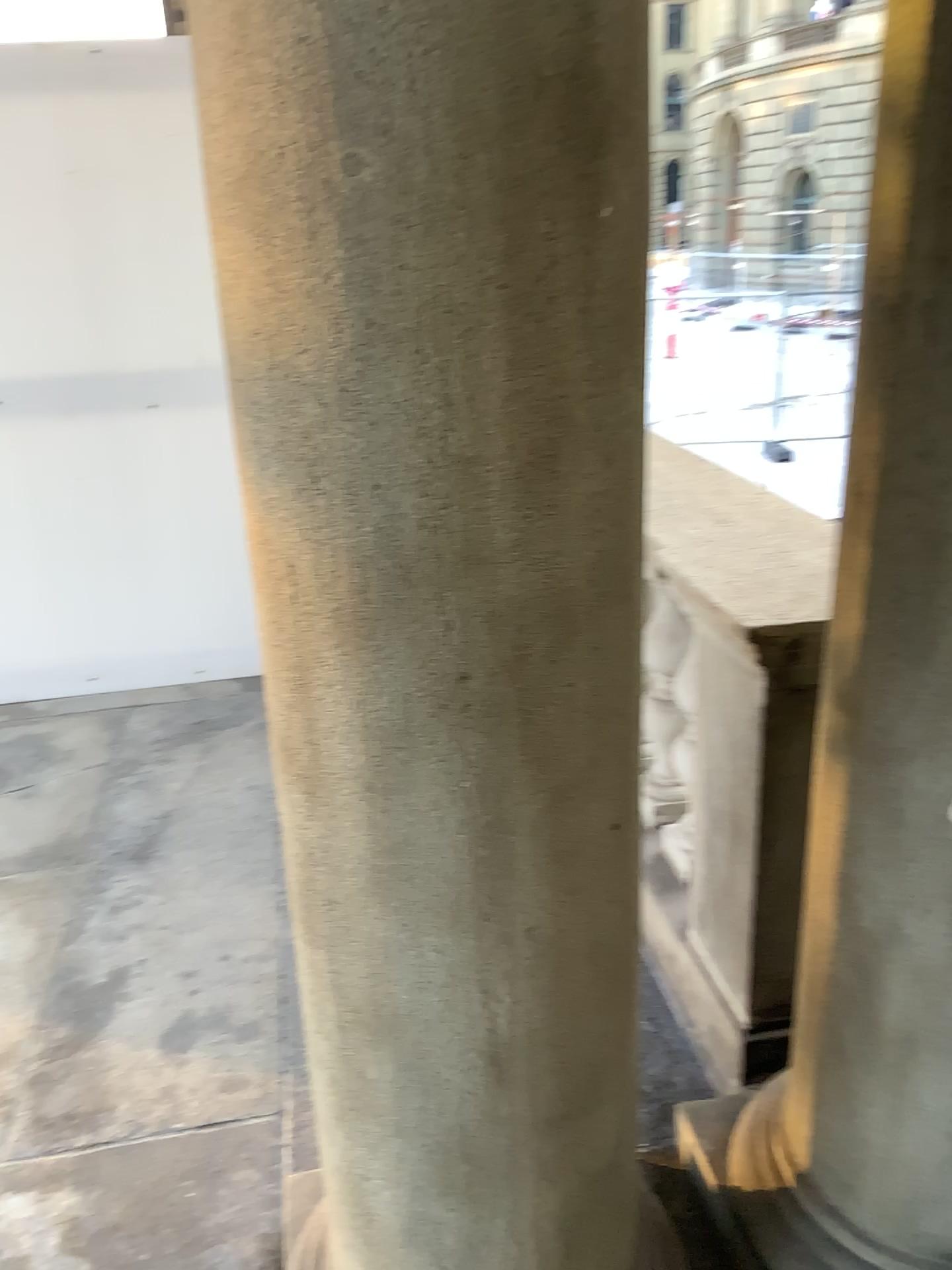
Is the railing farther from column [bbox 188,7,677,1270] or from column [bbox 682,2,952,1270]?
column [bbox 188,7,677,1270]

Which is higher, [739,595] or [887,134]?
[887,134]

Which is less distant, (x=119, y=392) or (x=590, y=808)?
(x=590, y=808)

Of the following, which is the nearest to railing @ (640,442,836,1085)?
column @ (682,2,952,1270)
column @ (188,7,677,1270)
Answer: column @ (682,2,952,1270)

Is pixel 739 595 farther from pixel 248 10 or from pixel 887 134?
pixel 248 10

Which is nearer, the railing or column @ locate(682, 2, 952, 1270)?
column @ locate(682, 2, 952, 1270)

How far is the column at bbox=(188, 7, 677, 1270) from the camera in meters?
0.8 m

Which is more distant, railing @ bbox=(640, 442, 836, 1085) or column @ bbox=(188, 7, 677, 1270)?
railing @ bbox=(640, 442, 836, 1085)

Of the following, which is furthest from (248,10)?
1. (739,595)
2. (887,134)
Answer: (739,595)
